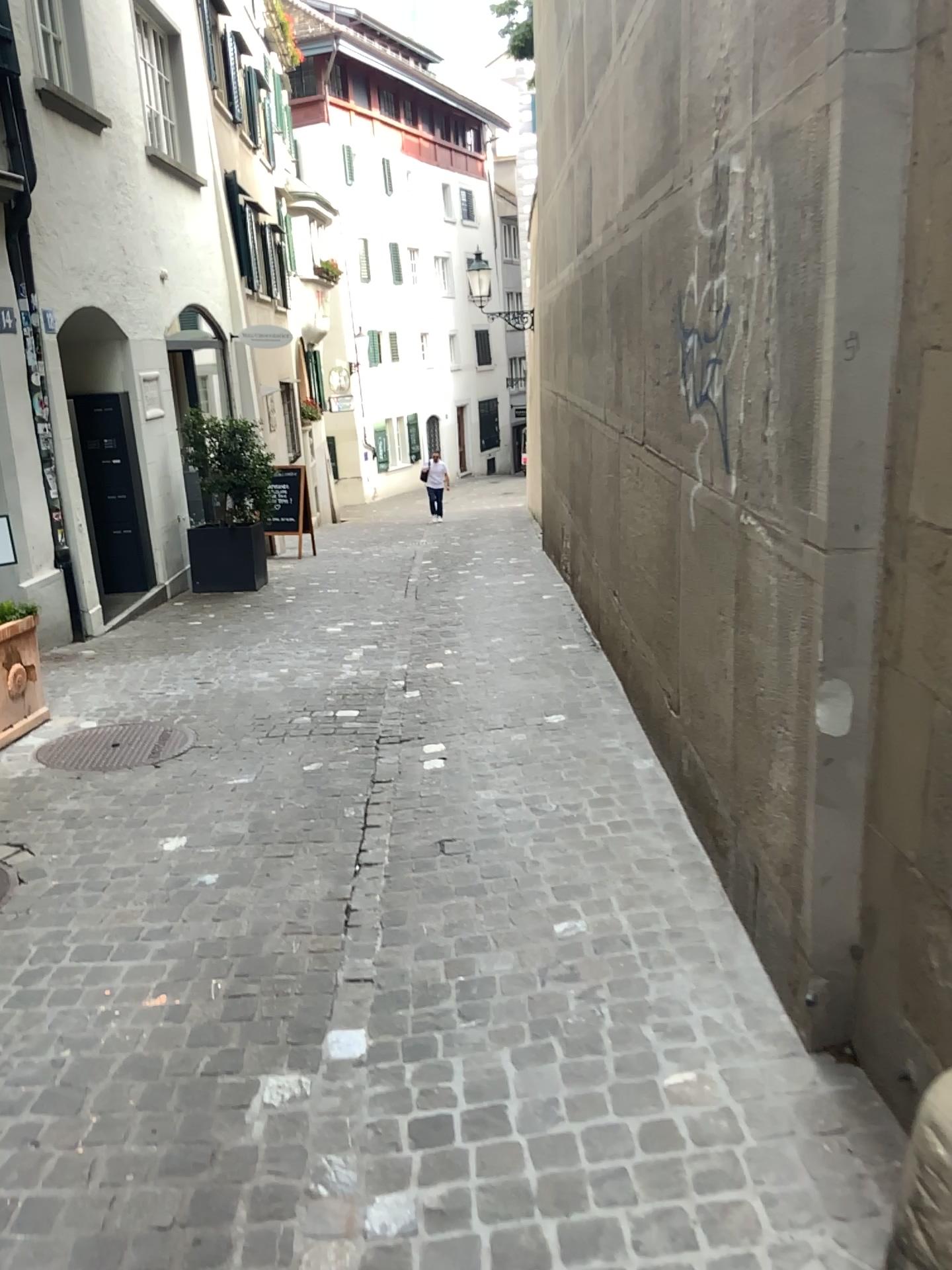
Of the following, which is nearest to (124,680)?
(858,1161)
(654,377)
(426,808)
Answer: (426,808)
